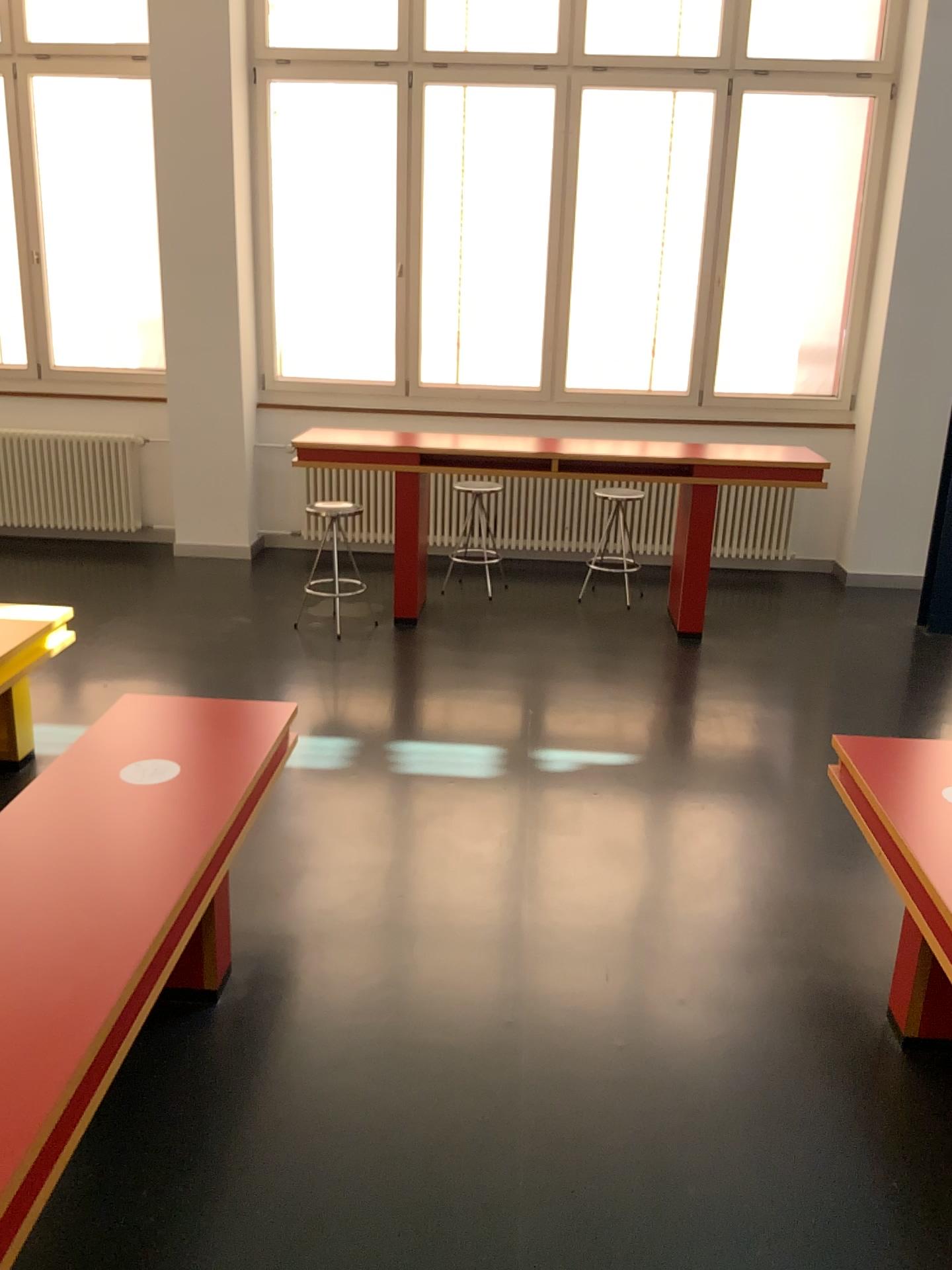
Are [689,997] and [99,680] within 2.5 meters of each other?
no
